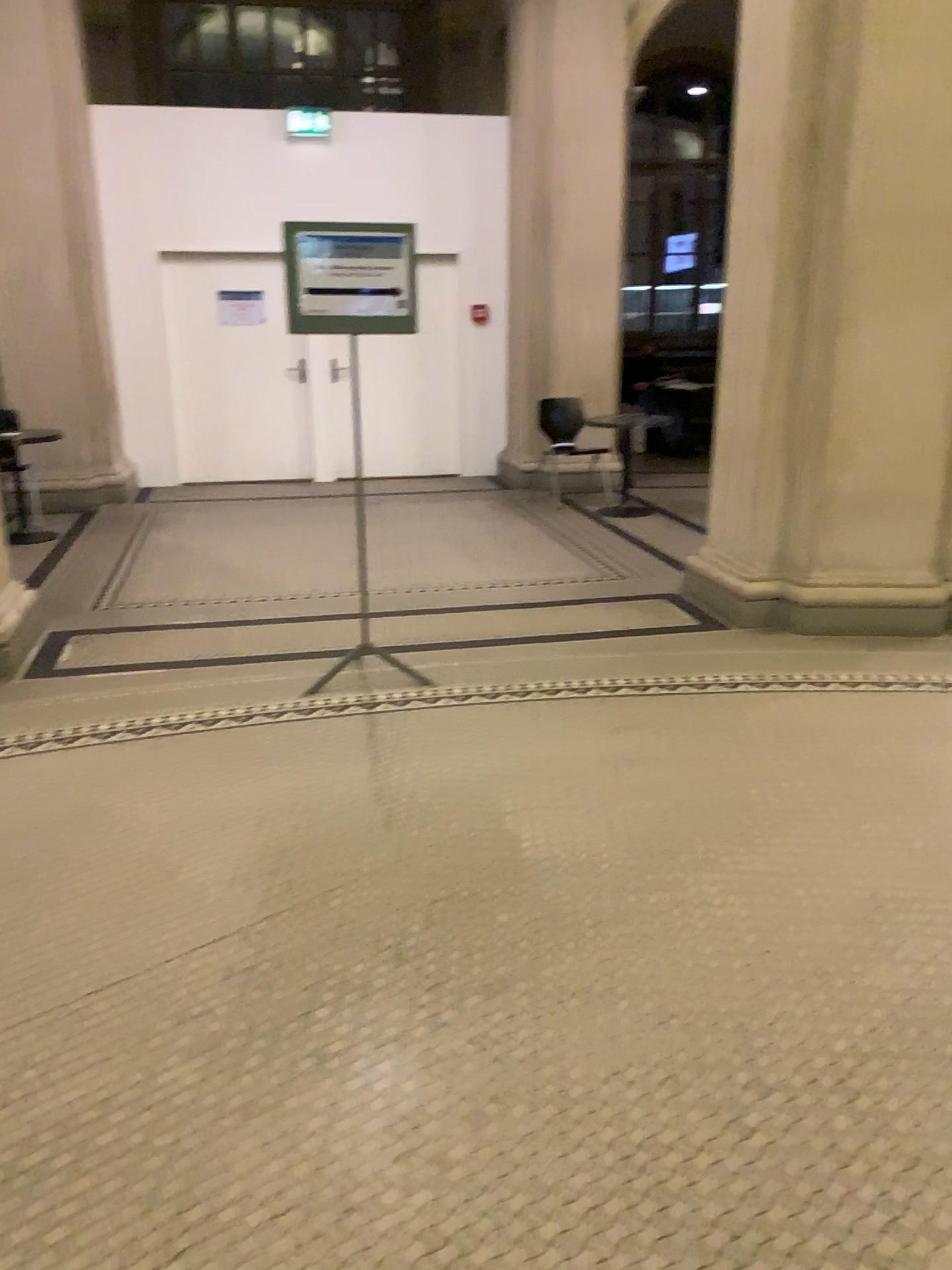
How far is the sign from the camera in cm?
396

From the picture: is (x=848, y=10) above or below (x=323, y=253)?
above

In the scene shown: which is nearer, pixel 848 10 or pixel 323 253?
pixel 323 253

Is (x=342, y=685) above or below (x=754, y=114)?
below

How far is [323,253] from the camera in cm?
396

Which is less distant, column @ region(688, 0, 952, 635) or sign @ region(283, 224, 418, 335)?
sign @ region(283, 224, 418, 335)
